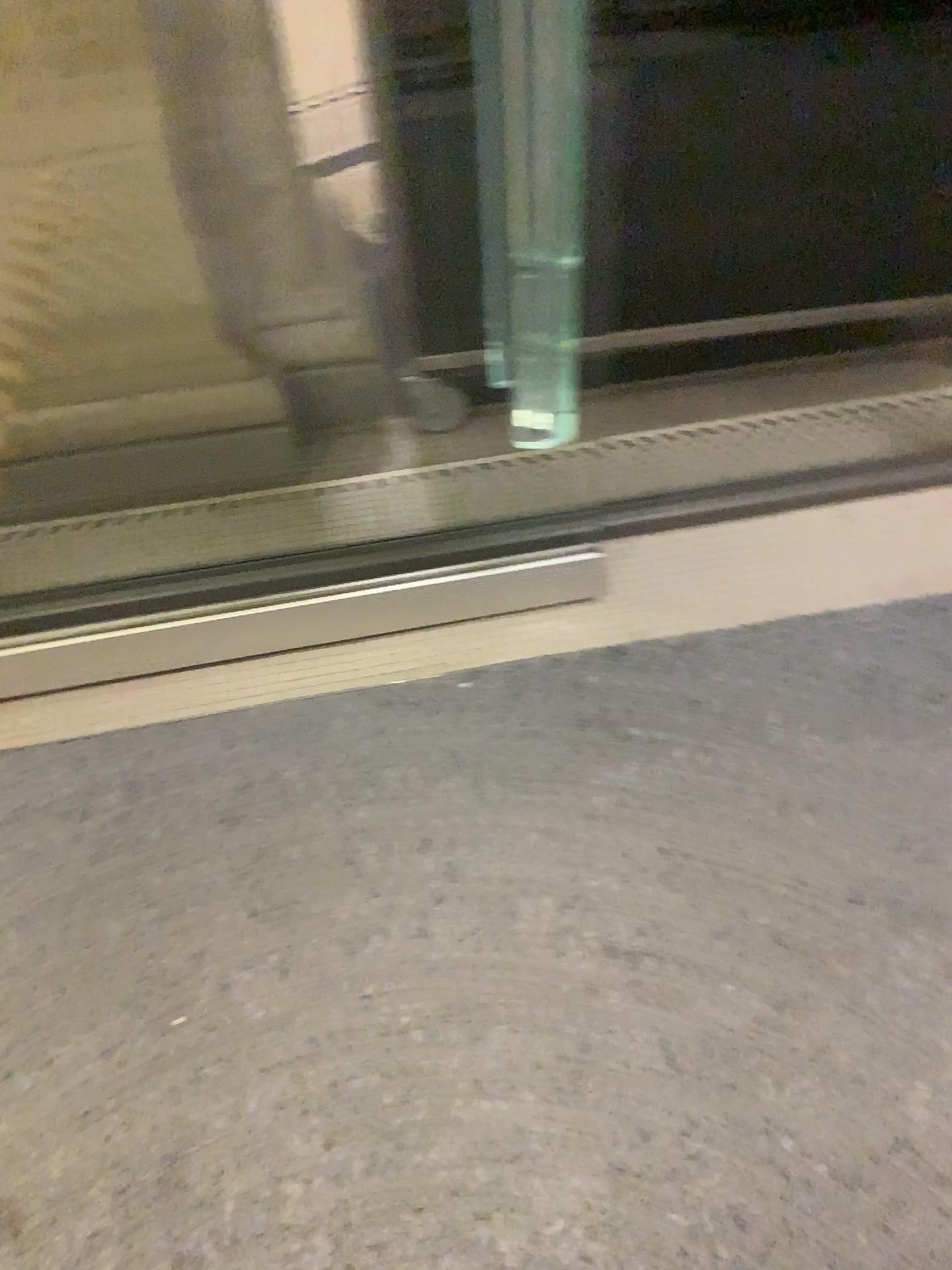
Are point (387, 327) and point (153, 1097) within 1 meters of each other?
no
